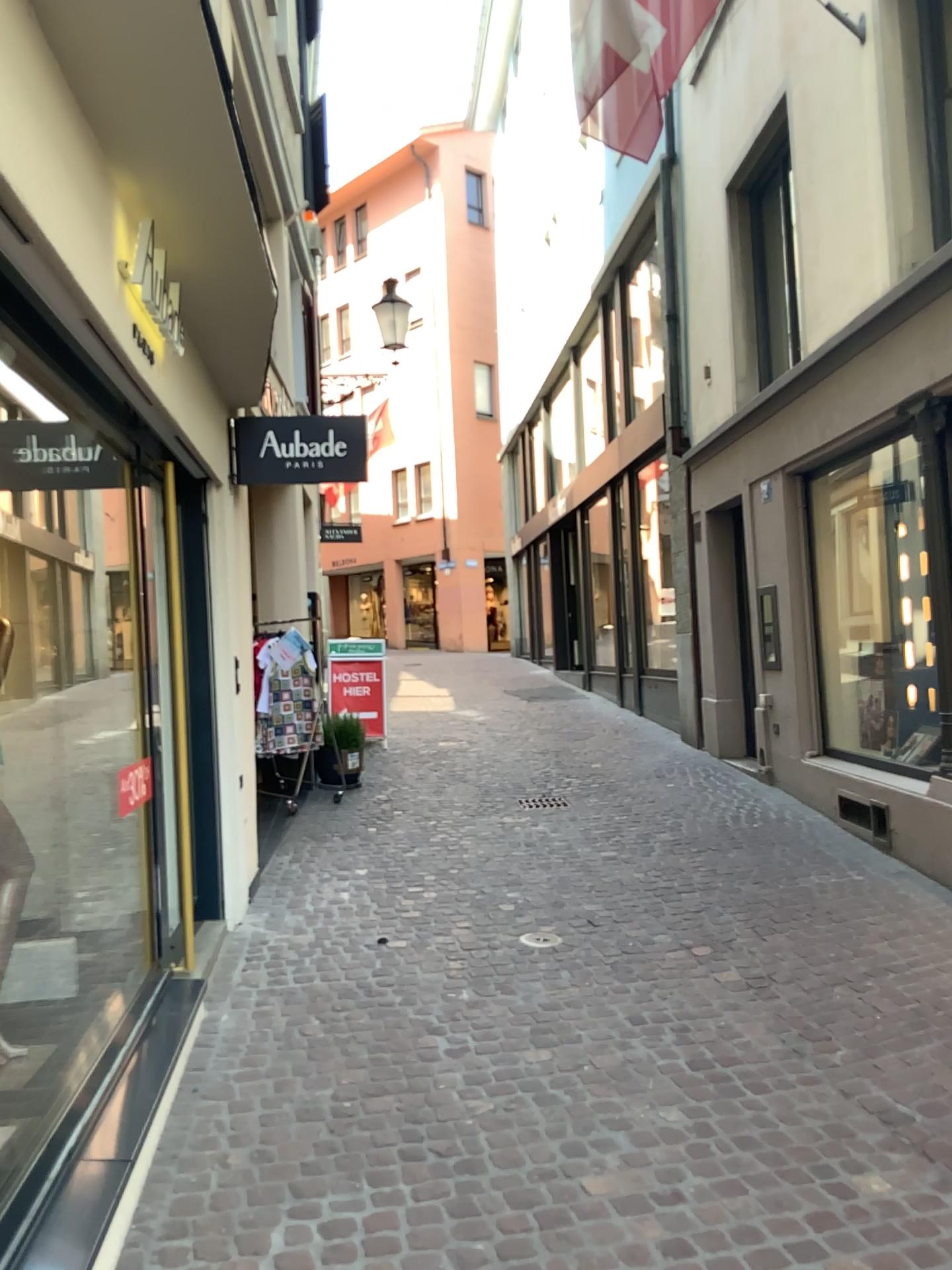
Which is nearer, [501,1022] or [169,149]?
[169,149]
